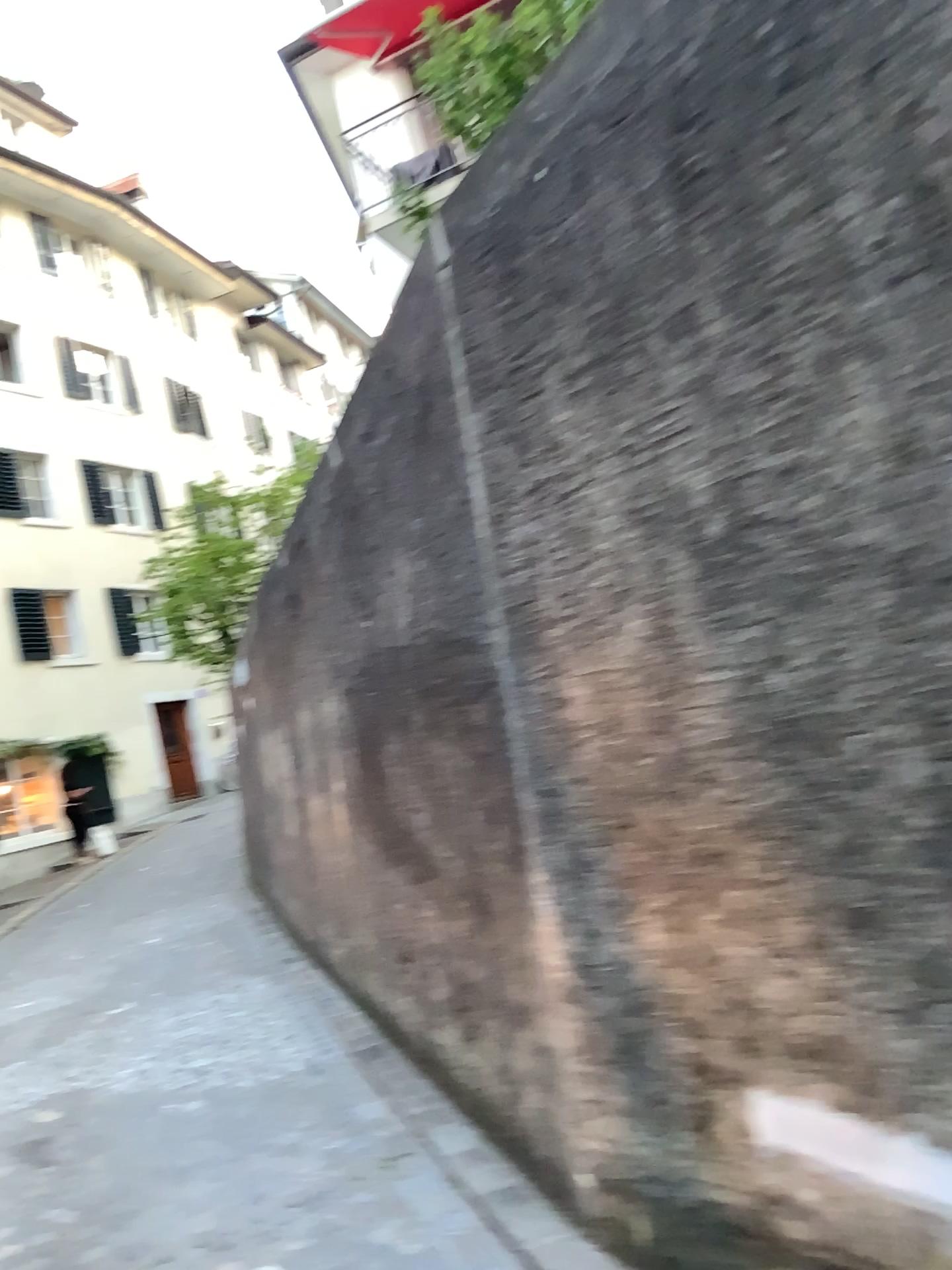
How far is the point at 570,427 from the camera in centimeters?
253cm
